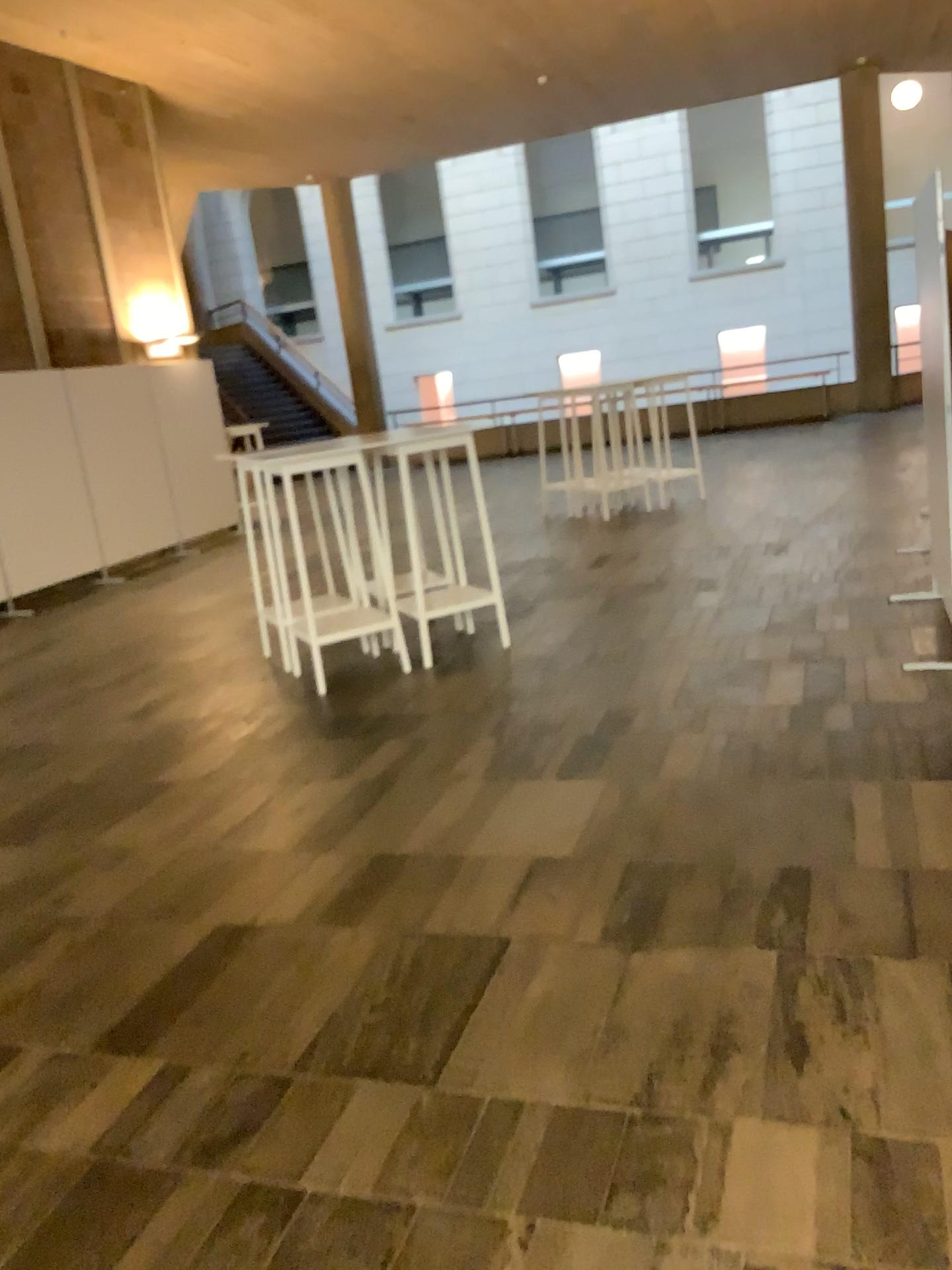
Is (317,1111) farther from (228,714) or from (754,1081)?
(228,714)
